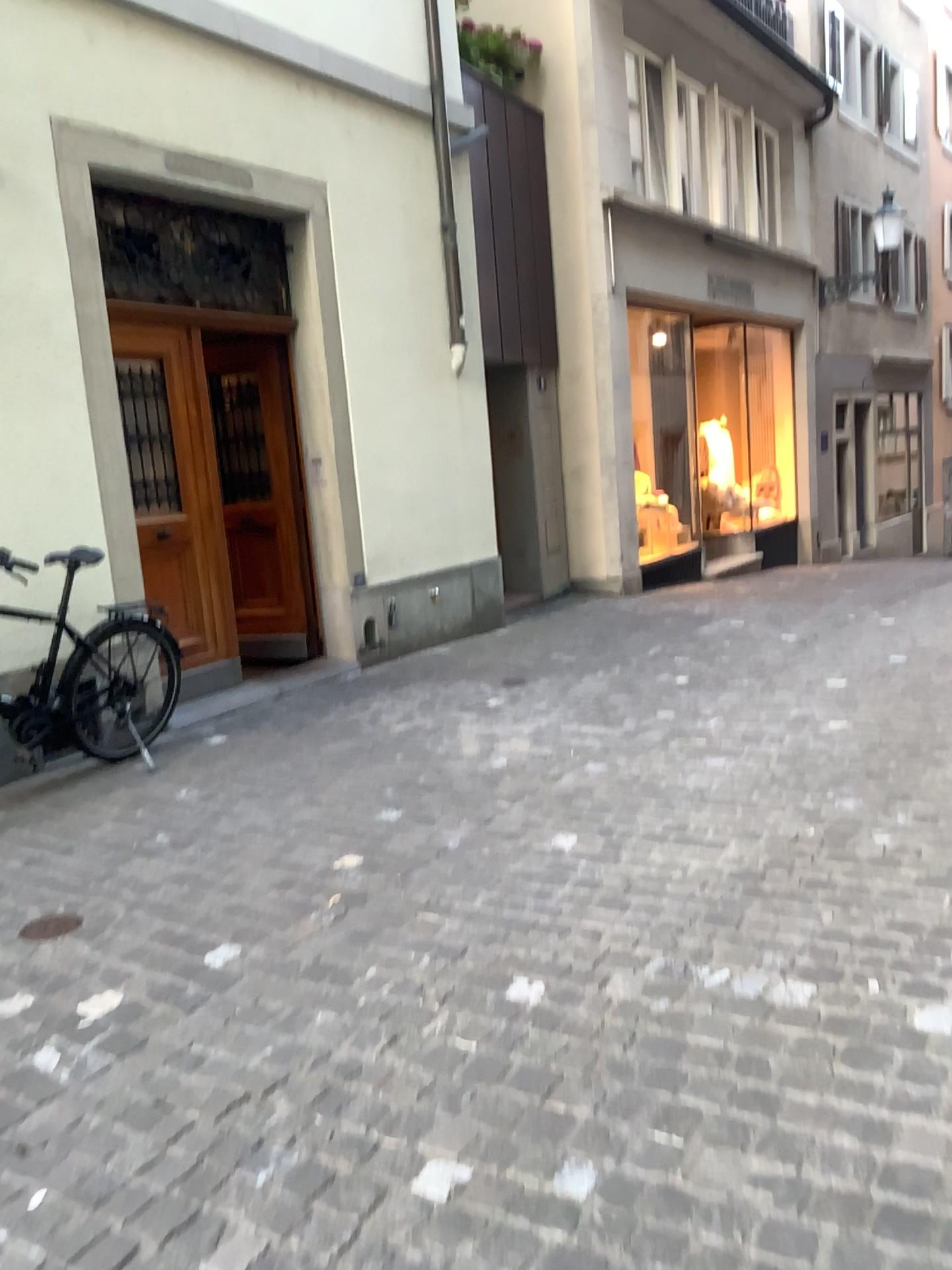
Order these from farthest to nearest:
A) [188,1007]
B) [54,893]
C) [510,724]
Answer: [510,724], [54,893], [188,1007]
